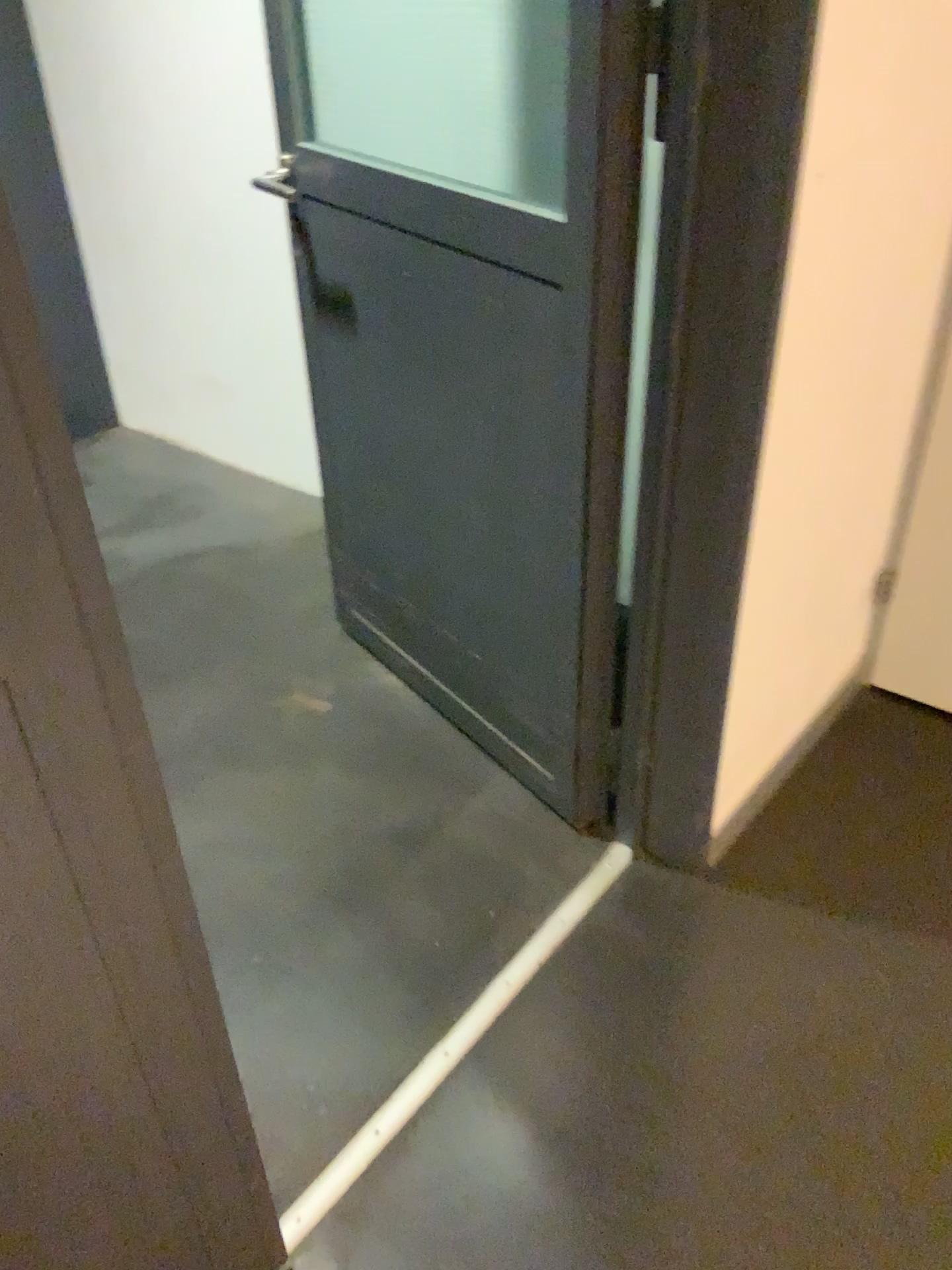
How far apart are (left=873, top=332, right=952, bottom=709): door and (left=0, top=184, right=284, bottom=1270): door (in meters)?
1.54

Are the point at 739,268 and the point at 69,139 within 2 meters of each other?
no

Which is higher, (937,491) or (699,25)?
(699,25)

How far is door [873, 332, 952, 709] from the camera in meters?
2.0

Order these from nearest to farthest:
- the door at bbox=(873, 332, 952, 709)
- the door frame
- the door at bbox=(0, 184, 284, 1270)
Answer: the door at bbox=(0, 184, 284, 1270), the door frame, the door at bbox=(873, 332, 952, 709)

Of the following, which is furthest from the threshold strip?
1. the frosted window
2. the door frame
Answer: the frosted window

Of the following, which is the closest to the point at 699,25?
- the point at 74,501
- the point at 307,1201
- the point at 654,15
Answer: the point at 654,15

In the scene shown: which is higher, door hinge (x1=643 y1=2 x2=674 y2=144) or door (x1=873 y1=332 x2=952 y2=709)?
door hinge (x1=643 y1=2 x2=674 y2=144)

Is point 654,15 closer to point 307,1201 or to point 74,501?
point 74,501

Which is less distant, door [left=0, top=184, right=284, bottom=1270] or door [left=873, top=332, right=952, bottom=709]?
door [left=0, top=184, right=284, bottom=1270]
